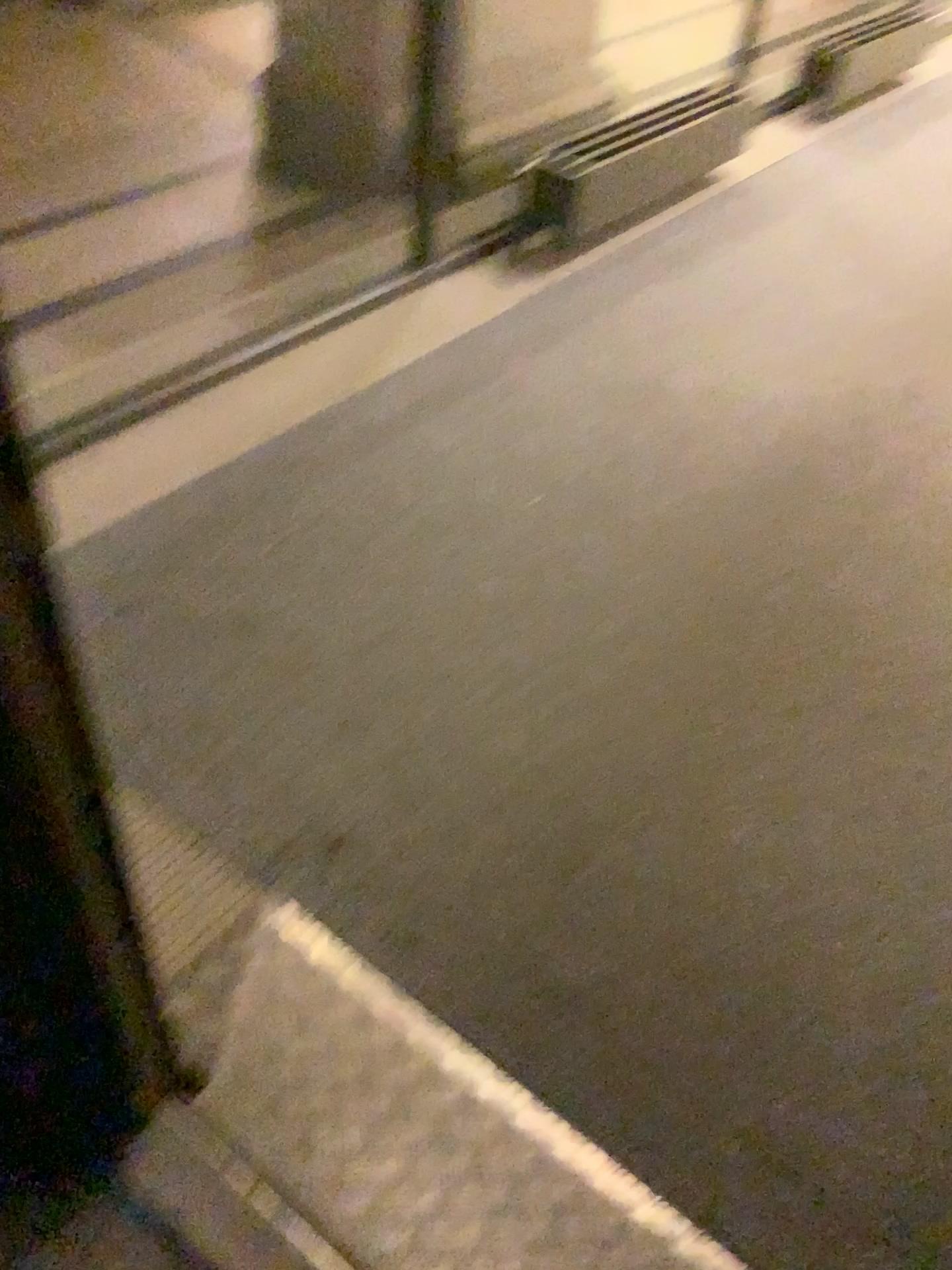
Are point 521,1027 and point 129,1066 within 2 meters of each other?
yes
